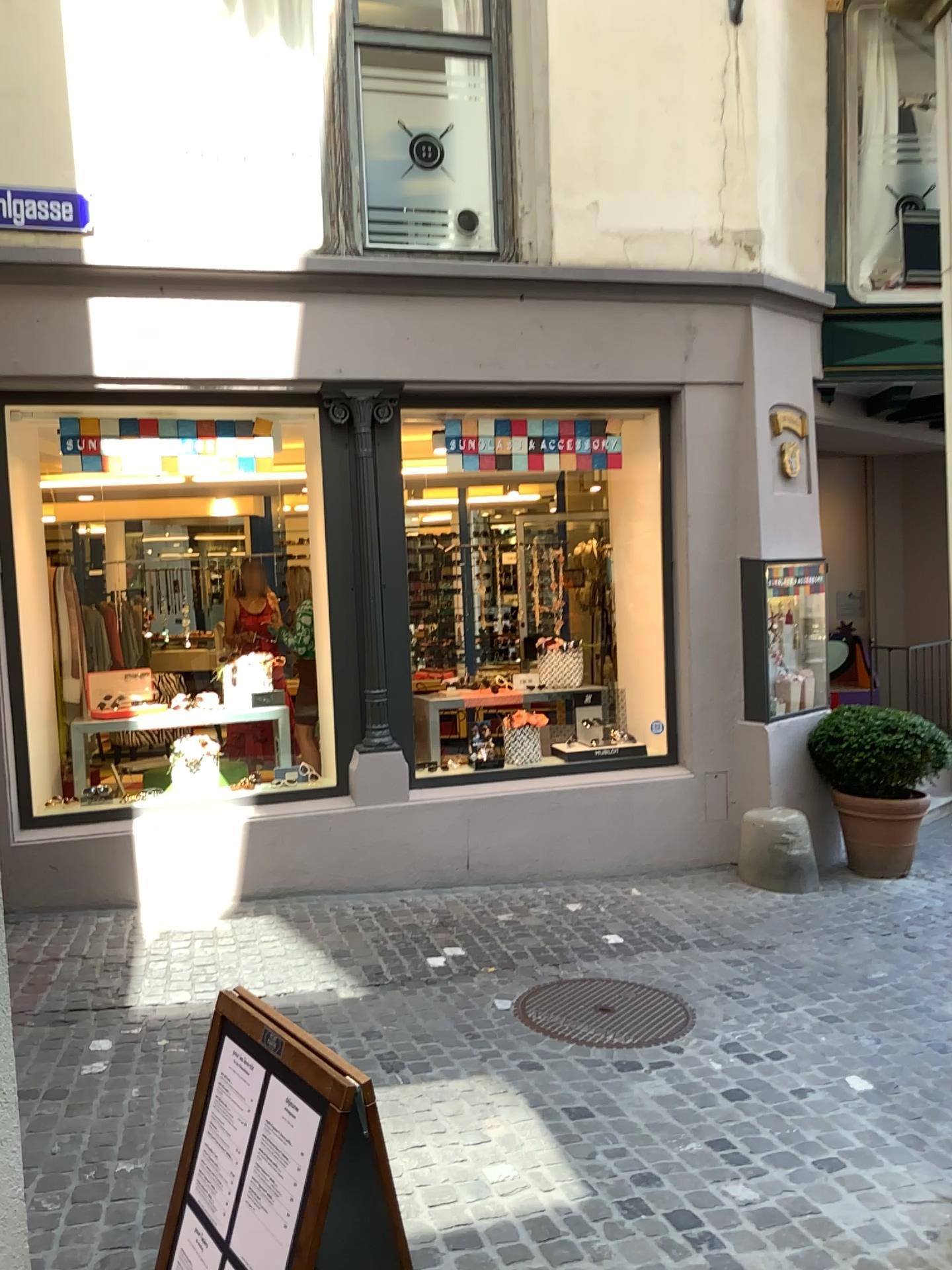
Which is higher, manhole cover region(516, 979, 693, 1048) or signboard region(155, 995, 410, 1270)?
signboard region(155, 995, 410, 1270)

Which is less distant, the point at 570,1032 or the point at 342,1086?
the point at 342,1086

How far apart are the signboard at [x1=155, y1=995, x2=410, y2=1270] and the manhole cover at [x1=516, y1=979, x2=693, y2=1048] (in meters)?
2.16

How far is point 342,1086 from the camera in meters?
1.7

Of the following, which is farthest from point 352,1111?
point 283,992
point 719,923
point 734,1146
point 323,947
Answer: point 719,923

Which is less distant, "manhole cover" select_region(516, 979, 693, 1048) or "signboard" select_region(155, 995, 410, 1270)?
"signboard" select_region(155, 995, 410, 1270)

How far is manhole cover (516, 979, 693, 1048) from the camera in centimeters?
401cm

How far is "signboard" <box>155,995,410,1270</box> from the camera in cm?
169

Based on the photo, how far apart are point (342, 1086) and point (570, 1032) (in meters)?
2.52
